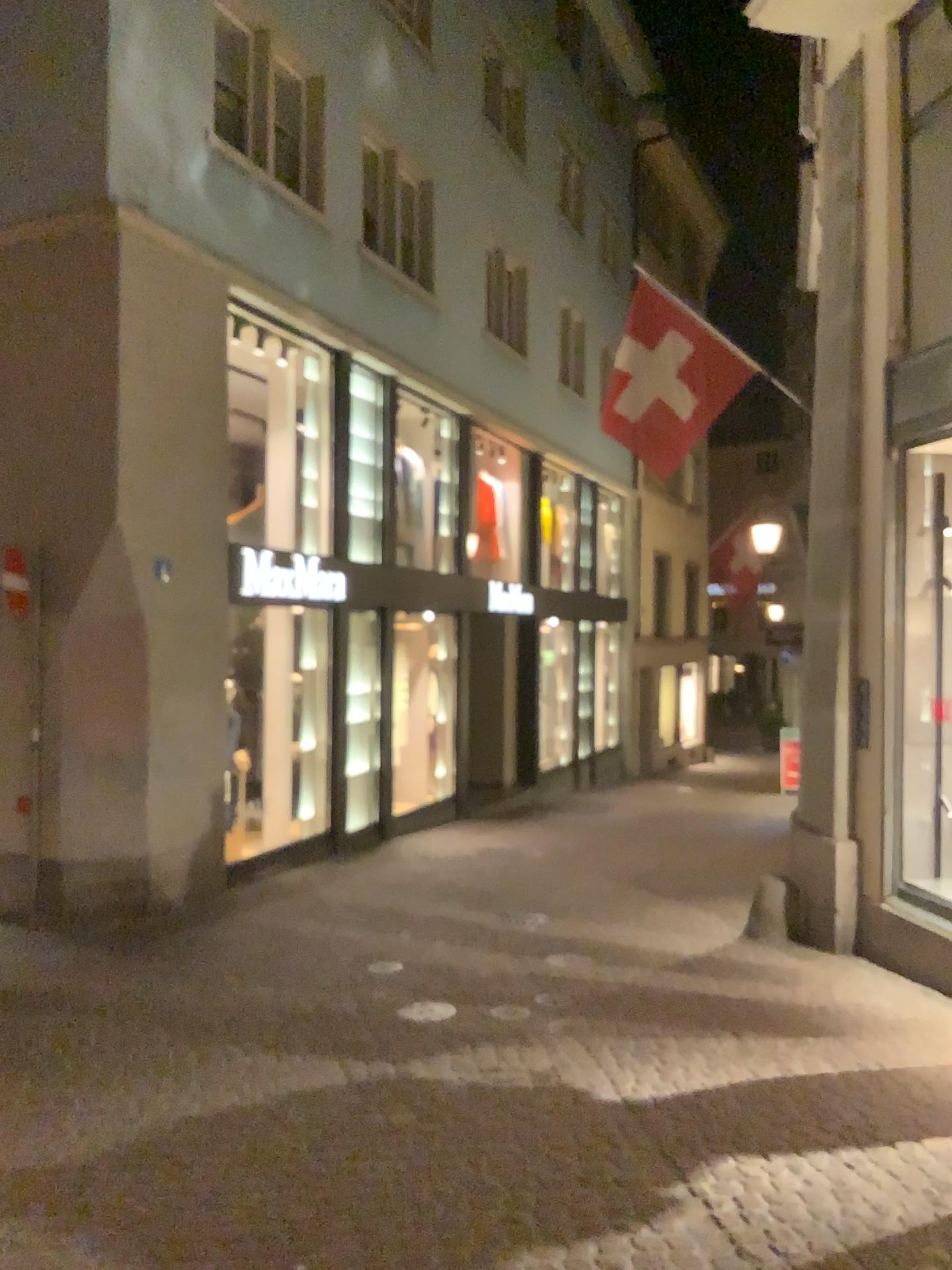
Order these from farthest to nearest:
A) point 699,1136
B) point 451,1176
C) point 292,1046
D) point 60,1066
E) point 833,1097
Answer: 1. point 292,1046
2. point 60,1066
3. point 833,1097
4. point 699,1136
5. point 451,1176
